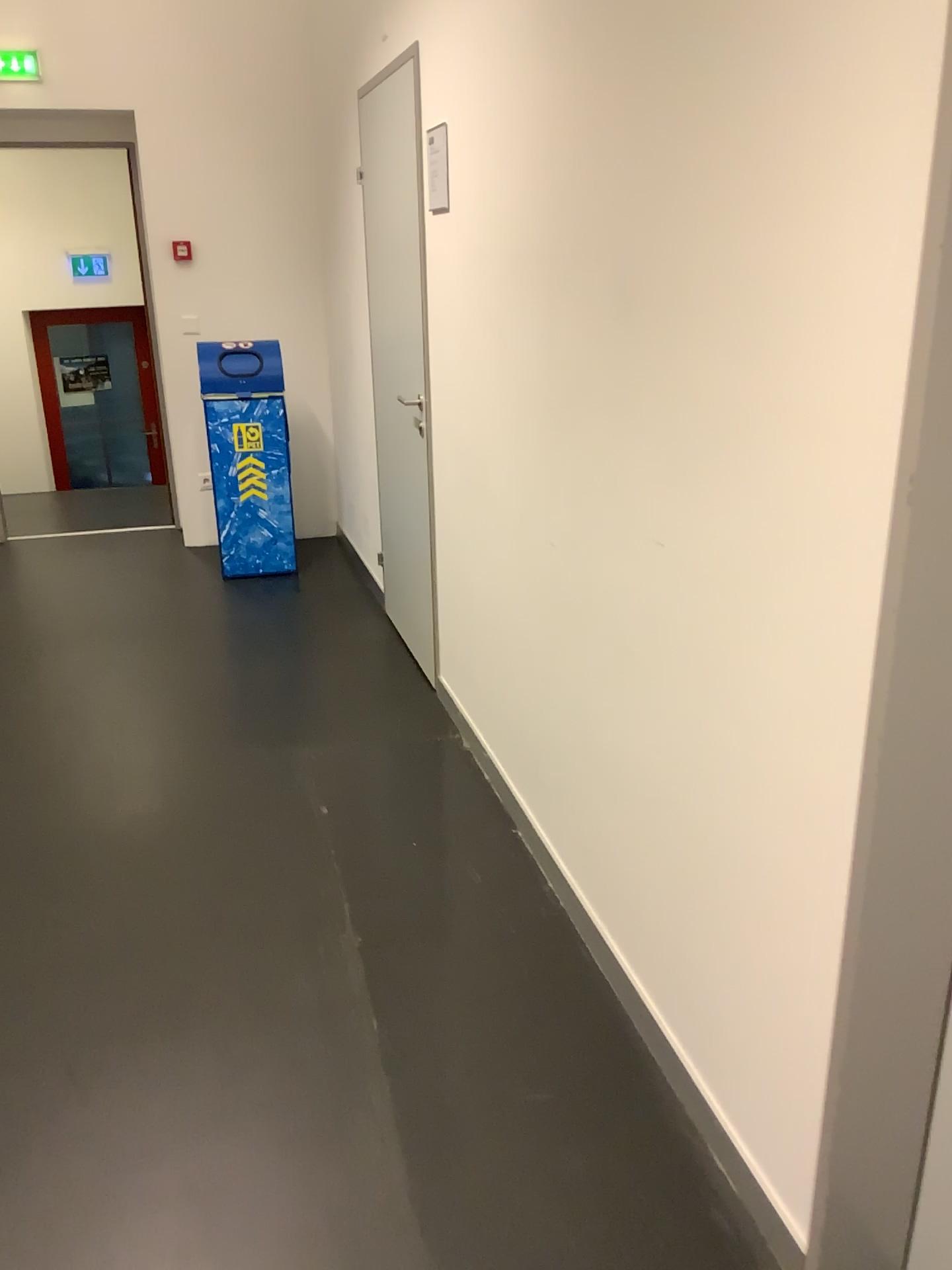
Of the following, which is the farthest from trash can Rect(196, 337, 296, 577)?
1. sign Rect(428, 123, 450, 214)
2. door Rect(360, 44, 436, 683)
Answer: sign Rect(428, 123, 450, 214)

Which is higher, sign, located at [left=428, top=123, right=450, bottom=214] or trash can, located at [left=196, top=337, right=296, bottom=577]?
sign, located at [left=428, top=123, right=450, bottom=214]

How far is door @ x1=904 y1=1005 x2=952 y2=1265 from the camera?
1.4m

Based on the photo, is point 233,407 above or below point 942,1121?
above

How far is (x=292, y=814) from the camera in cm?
292

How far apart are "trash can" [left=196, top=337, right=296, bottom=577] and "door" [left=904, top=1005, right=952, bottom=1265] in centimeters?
393cm

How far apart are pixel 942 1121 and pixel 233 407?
4.2 meters

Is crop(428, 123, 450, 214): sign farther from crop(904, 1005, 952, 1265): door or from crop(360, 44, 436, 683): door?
crop(904, 1005, 952, 1265): door

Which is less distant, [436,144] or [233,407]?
[436,144]

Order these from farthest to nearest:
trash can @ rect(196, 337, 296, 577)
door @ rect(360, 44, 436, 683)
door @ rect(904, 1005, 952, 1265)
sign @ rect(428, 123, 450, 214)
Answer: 1. trash can @ rect(196, 337, 296, 577)
2. door @ rect(360, 44, 436, 683)
3. sign @ rect(428, 123, 450, 214)
4. door @ rect(904, 1005, 952, 1265)
